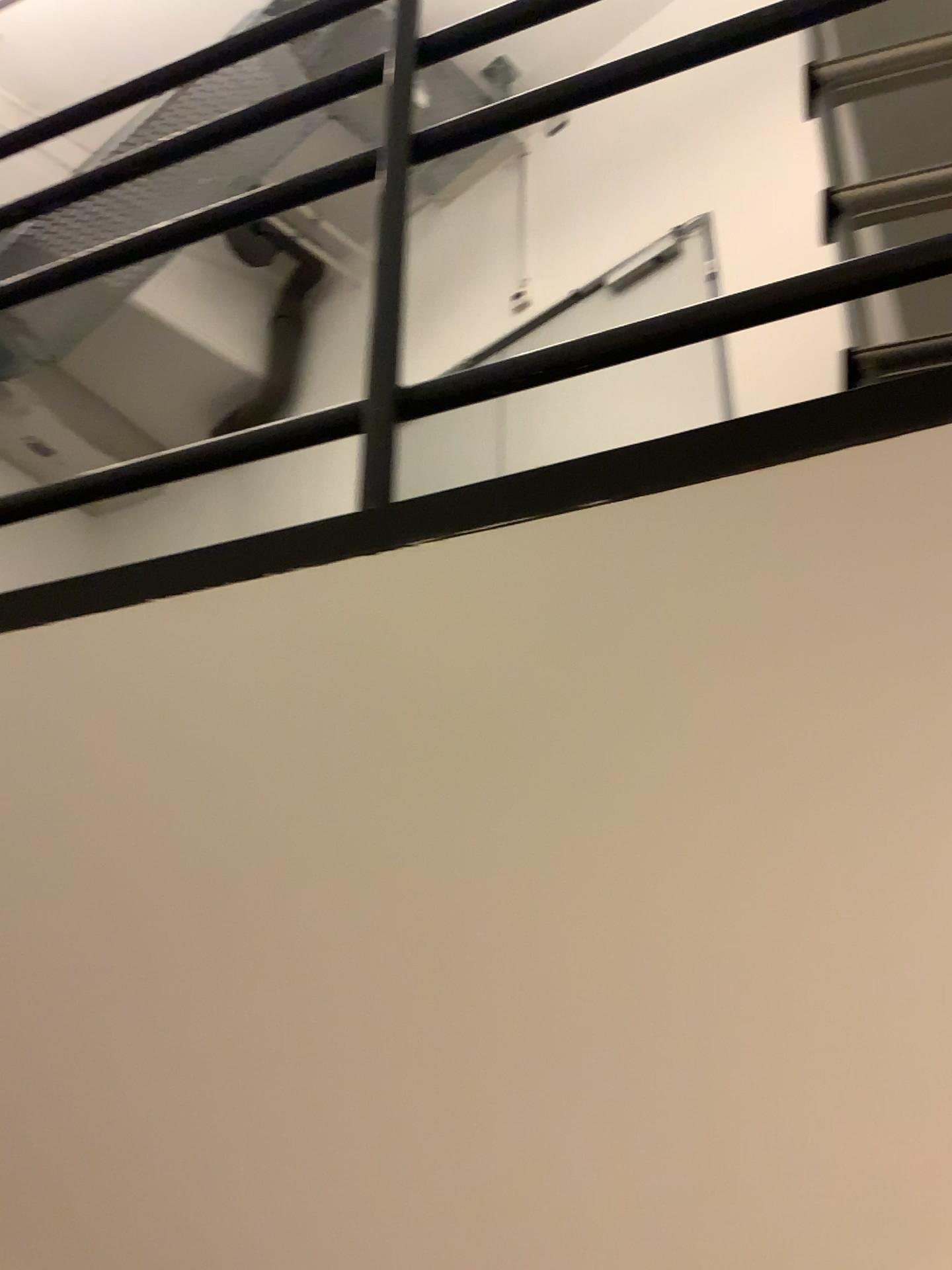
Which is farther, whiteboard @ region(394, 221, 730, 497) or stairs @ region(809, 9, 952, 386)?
whiteboard @ region(394, 221, 730, 497)

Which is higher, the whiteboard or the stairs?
the whiteboard

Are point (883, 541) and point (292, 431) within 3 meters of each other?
yes

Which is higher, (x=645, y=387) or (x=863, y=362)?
(x=645, y=387)

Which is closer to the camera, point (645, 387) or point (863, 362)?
point (863, 362)
